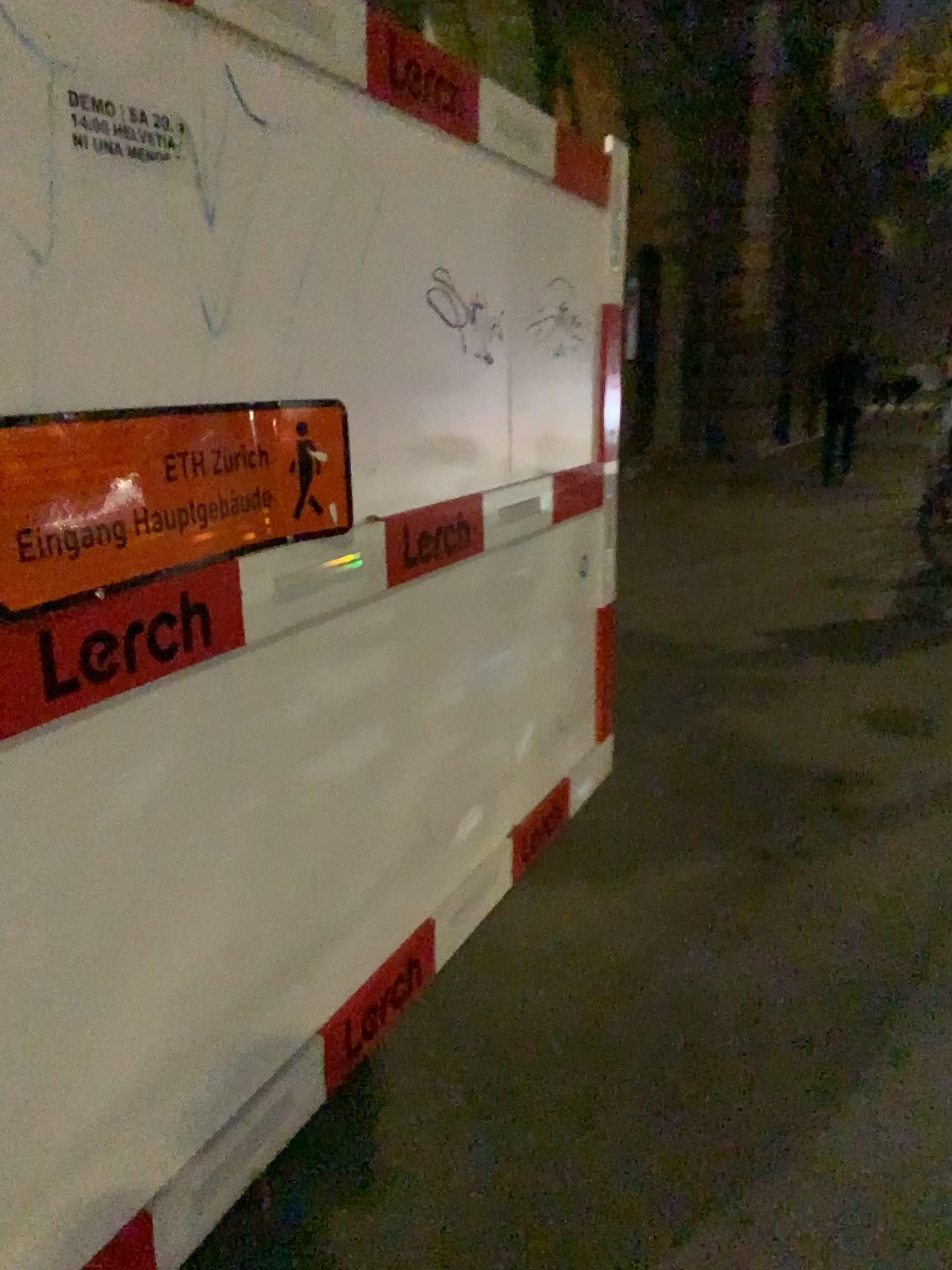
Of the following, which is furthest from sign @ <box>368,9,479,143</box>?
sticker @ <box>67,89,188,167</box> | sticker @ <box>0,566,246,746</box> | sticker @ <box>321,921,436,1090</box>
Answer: sticker @ <box>321,921,436,1090</box>

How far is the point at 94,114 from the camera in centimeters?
138cm

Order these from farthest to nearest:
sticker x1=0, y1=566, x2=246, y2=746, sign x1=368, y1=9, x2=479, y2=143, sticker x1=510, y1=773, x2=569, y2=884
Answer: sticker x1=510, y1=773, x2=569, y2=884
sign x1=368, y1=9, x2=479, y2=143
sticker x1=0, y1=566, x2=246, y2=746

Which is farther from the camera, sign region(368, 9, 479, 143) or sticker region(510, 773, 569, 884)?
sticker region(510, 773, 569, 884)

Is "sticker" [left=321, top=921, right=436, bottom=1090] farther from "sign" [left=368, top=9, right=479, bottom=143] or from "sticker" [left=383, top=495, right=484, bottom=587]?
"sign" [left=368, top=9, right=479, bottom=143]

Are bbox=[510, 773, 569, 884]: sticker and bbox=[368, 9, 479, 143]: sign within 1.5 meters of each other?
no

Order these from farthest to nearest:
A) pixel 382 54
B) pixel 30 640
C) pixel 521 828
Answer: pixel 521 828, pixel 382 54, pixel 30 640

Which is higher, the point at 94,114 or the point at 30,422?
the point at 94,114

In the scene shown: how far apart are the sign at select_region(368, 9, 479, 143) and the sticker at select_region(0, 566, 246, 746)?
1.0 meters

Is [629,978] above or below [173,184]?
below
